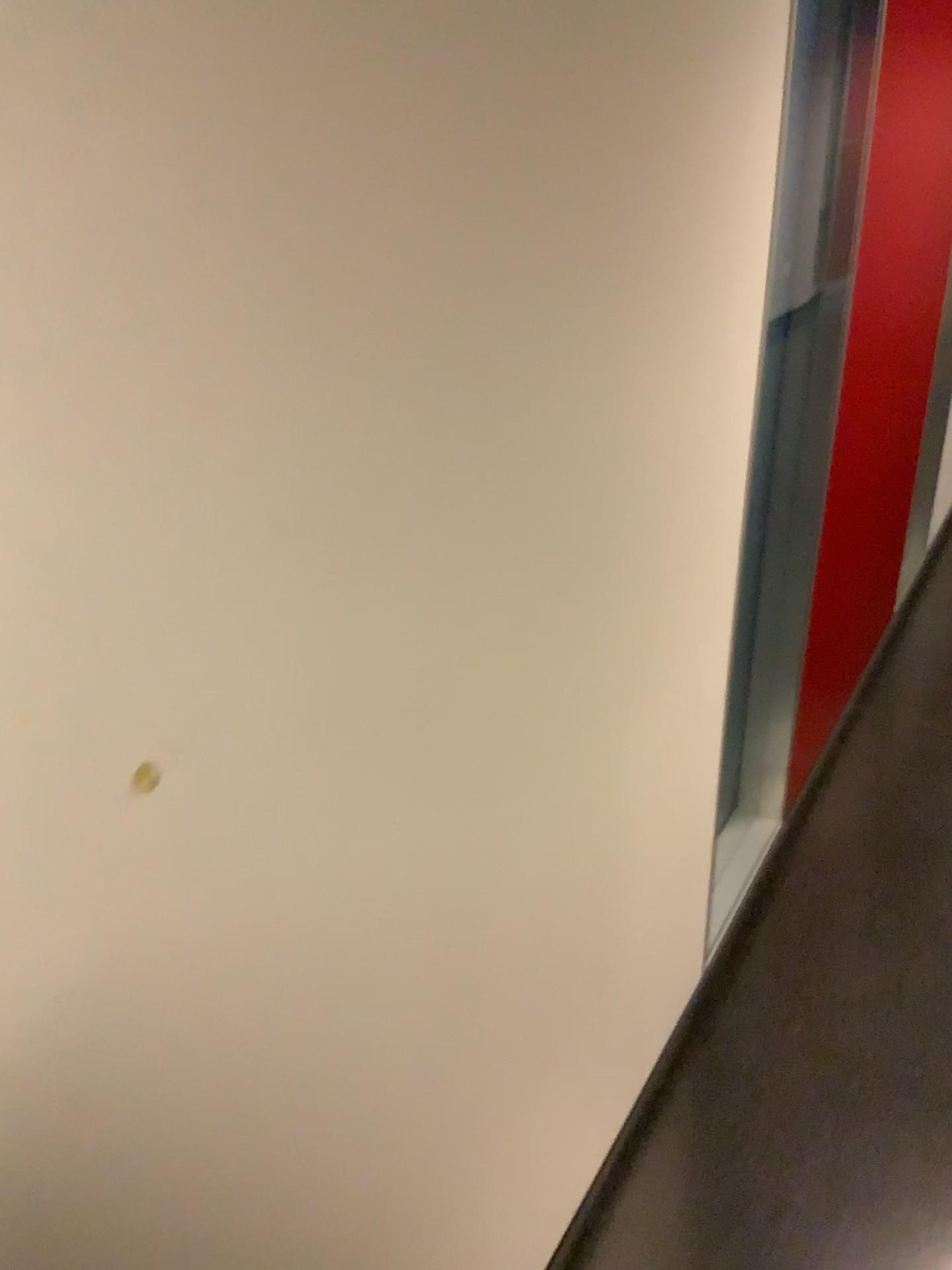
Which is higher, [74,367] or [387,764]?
[74,367]
